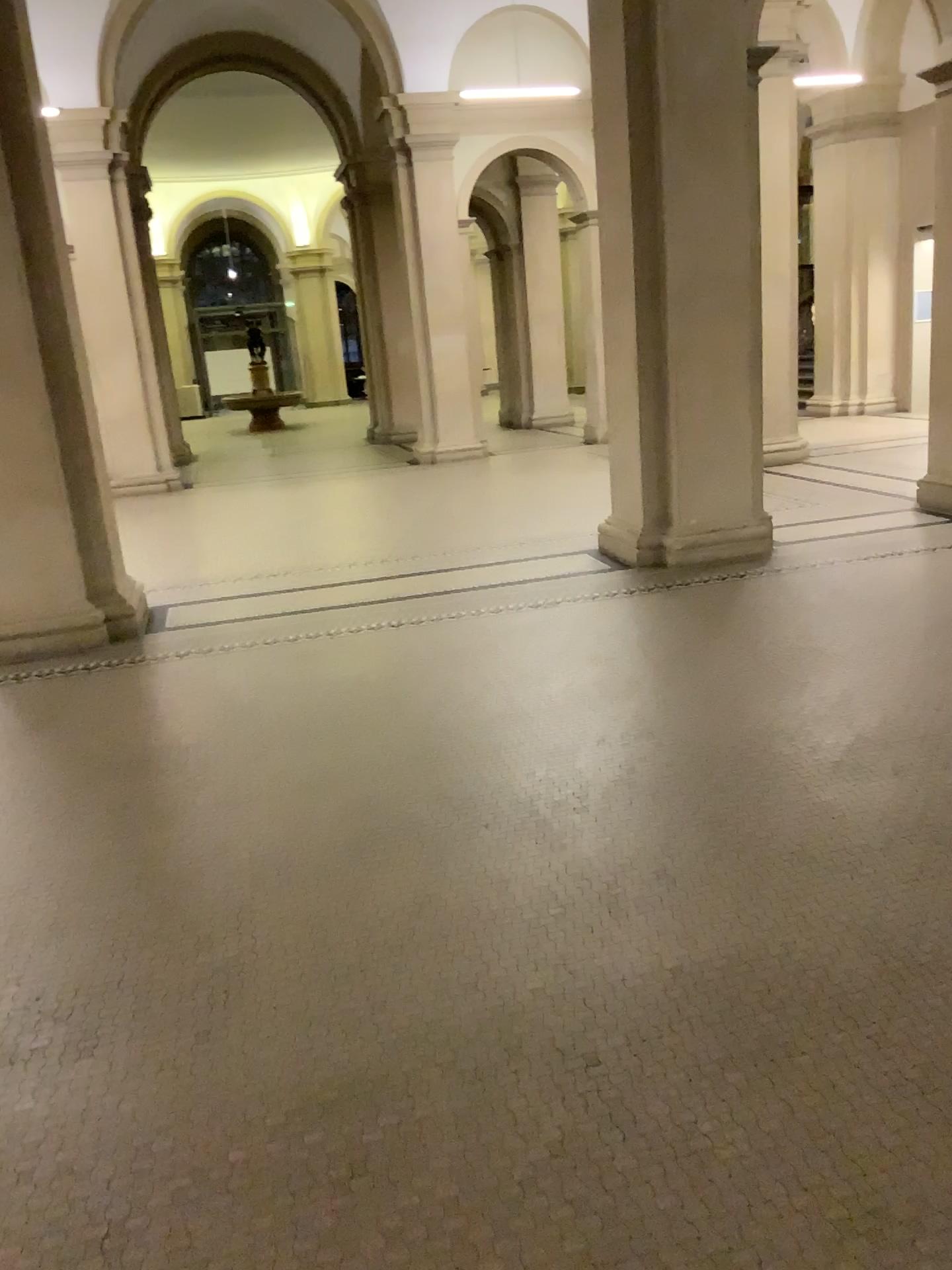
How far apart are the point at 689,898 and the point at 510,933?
0.5m
